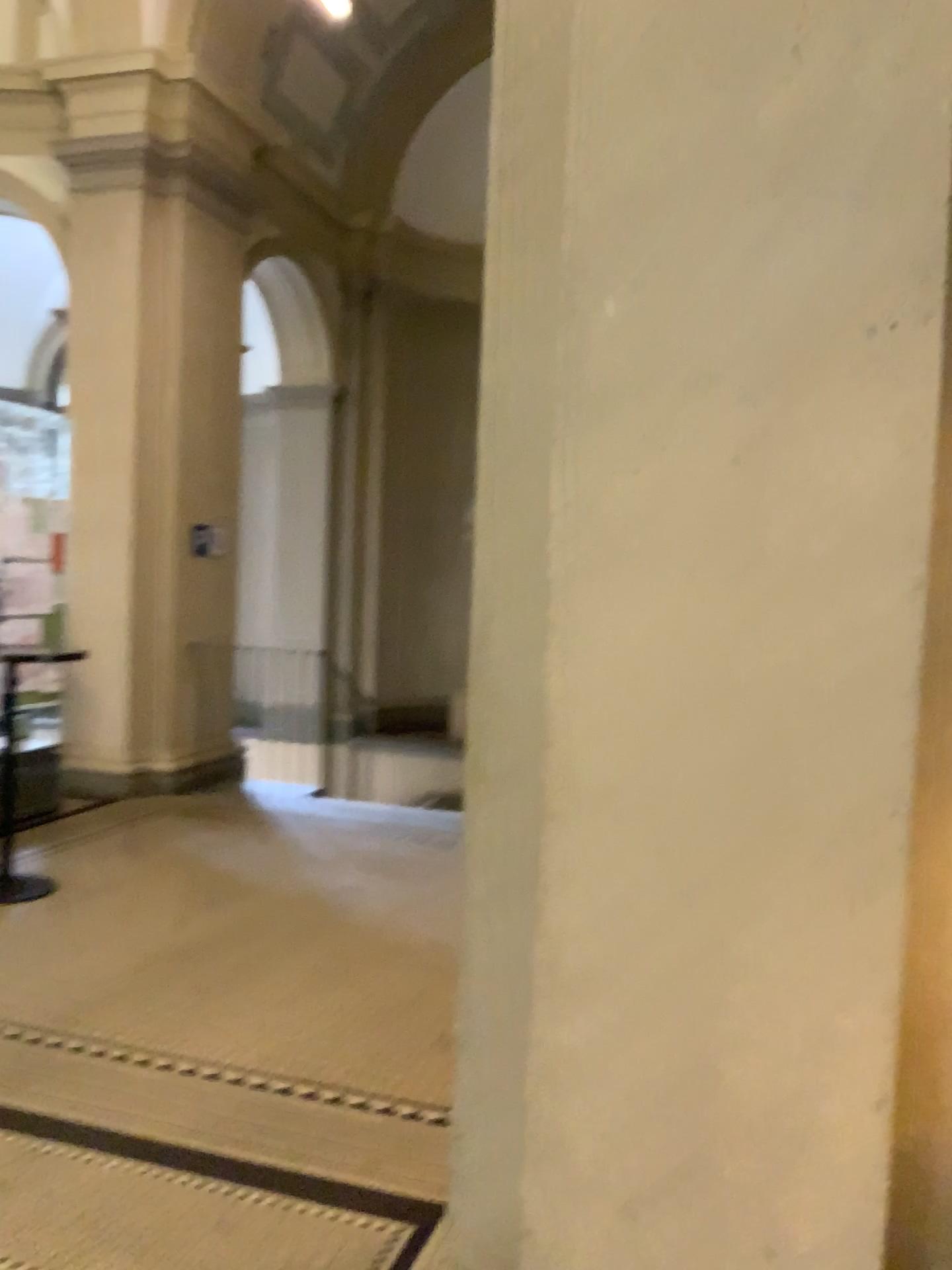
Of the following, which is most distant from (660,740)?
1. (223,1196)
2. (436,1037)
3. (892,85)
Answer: (436,1037)

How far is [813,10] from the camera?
1.5 meters

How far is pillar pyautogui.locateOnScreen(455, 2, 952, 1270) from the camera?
1.5m
